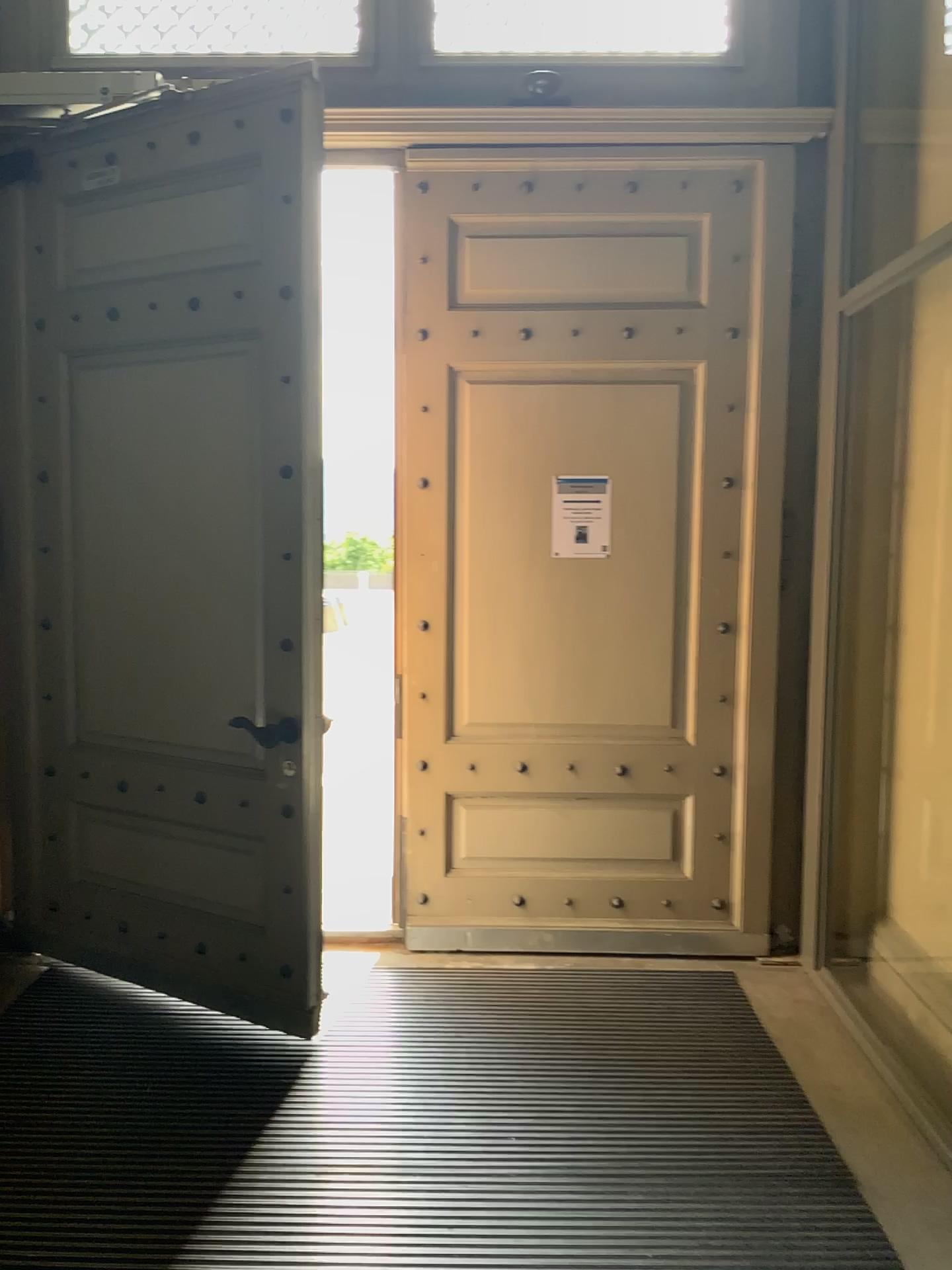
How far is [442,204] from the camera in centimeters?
374cm

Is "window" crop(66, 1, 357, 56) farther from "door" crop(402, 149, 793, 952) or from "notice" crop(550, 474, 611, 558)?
"notice" crop(550, 474, 611, 558)

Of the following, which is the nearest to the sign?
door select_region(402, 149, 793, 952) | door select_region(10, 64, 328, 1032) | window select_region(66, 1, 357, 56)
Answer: door select_region(402, 149, 793, 952)

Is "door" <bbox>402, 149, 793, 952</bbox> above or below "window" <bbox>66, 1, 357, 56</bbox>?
below

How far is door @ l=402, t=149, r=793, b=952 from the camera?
3.7 meters

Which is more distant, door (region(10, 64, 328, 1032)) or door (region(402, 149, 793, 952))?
door (region(402, 149, 793, 952))

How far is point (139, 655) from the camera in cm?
357

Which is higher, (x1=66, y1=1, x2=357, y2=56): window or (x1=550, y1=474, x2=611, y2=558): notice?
(x1=66, y1=1, x2=357, y2=56): window

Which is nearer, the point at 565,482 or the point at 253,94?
the point at 253,94

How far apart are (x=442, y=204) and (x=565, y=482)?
1.1m
